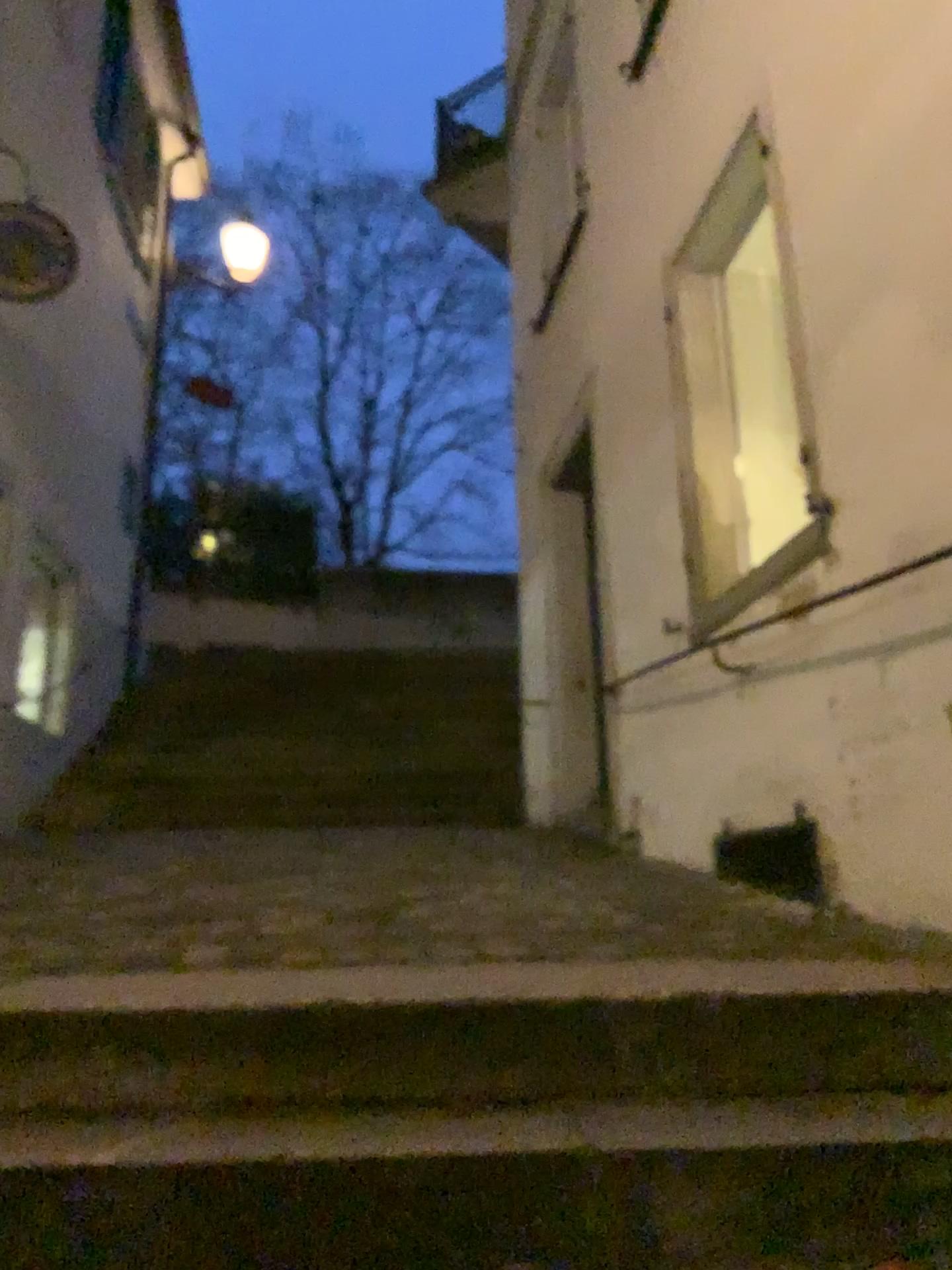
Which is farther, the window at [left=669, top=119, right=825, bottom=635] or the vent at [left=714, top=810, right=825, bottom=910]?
the window at [left=669, top=119, right=825, bottom=635]

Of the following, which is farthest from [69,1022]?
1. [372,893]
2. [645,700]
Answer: [645,700]

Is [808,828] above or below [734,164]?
below

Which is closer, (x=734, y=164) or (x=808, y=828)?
(x=808, y=828)

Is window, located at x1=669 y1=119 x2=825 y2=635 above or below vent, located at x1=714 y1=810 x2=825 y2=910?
above
